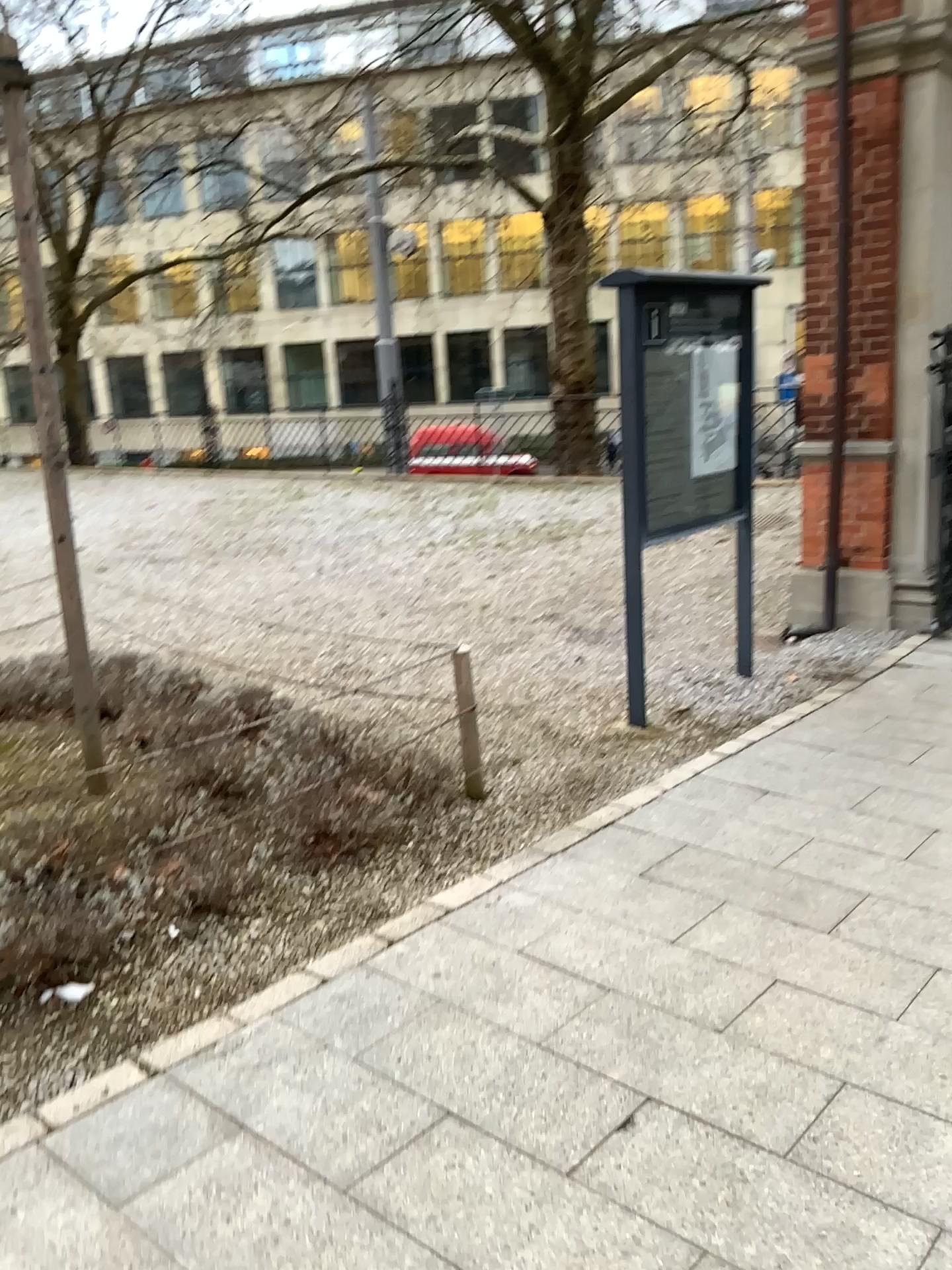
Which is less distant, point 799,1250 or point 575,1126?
point 799,1250

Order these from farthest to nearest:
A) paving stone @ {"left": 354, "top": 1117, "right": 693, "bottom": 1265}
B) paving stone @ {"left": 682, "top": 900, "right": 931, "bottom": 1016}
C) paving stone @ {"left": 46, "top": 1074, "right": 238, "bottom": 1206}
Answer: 1. paving stone @ {"left": 682, "top": 900, "right": 931, "bottom": 1016}
2. paving stone @ {"left": 46, "top": 1074, "right": 238, "bottom": 1206}
3. paving stone @ {"left": 354, "top": 1117, "right": 693, "bottom": 1265}

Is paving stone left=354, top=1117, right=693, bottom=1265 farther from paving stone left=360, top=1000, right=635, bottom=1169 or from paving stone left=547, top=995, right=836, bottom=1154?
paving stone left=547, top=995, right=836, bottom=1154

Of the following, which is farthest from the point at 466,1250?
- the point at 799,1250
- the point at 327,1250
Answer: the point at 799,1250

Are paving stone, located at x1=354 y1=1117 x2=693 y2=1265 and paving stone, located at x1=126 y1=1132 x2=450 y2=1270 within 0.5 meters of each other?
yes

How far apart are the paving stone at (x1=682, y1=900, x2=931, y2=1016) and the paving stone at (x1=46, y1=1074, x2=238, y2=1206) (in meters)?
1.30

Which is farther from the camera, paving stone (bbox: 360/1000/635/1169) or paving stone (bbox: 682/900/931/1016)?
paving stone (bbox: 682/900/931/1016)

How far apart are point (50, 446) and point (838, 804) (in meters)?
3.01

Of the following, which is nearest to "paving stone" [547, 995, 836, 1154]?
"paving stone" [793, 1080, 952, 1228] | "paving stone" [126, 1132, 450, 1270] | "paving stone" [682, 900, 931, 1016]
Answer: "paving stone" [793, 1080, 952, 1228]

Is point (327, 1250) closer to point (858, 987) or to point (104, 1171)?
point (104, 1171)
